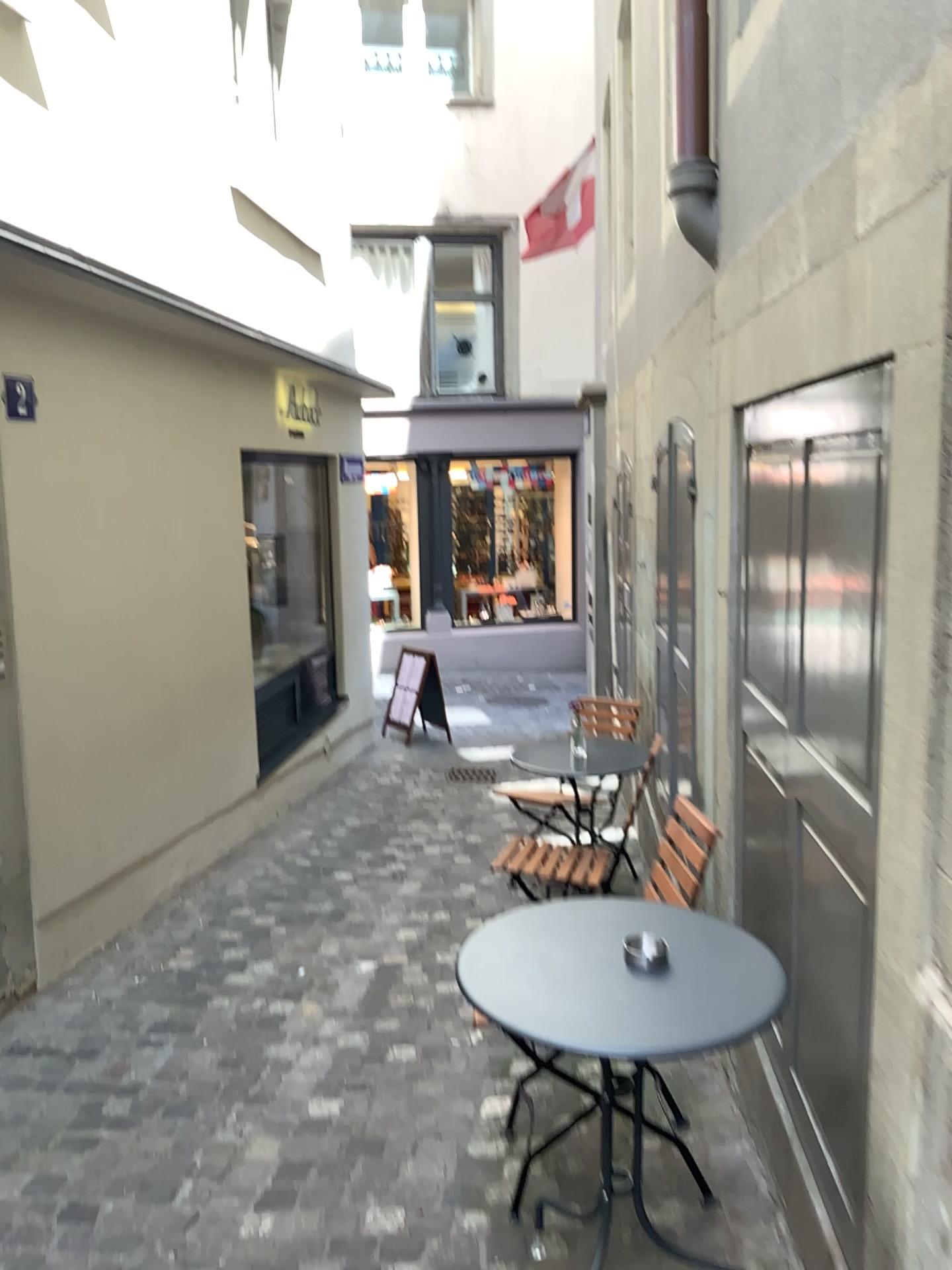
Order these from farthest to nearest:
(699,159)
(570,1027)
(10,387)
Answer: (10,387), (699,159), (570,1027)

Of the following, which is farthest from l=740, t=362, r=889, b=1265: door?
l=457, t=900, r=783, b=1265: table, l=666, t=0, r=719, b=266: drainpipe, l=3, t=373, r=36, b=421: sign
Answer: l=3, t=373, r=36, b=421: sign

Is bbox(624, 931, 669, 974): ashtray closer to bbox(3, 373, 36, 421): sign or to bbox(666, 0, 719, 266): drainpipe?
bbox(666, 0, 719, 266): drainpipe

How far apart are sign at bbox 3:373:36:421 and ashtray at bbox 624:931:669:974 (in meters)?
2.74

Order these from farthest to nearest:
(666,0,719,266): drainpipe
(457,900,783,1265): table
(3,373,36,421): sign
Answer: (3,373,36,421): sign → (666,0,719,266): drainpipe → (457,900,783,1265): table

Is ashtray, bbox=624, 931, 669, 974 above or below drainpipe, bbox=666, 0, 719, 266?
below

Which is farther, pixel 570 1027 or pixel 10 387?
pixel 10 387

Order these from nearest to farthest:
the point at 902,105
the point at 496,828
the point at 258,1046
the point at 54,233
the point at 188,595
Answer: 1. the point at 902,105
2. the point at 258,1046
3. the point at 54,233
4. the point at 188,595
5. the point at 496,828

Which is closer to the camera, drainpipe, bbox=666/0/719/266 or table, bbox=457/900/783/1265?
table, bbox=457/900/783/1265

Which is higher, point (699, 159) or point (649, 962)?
point (699, 159)
